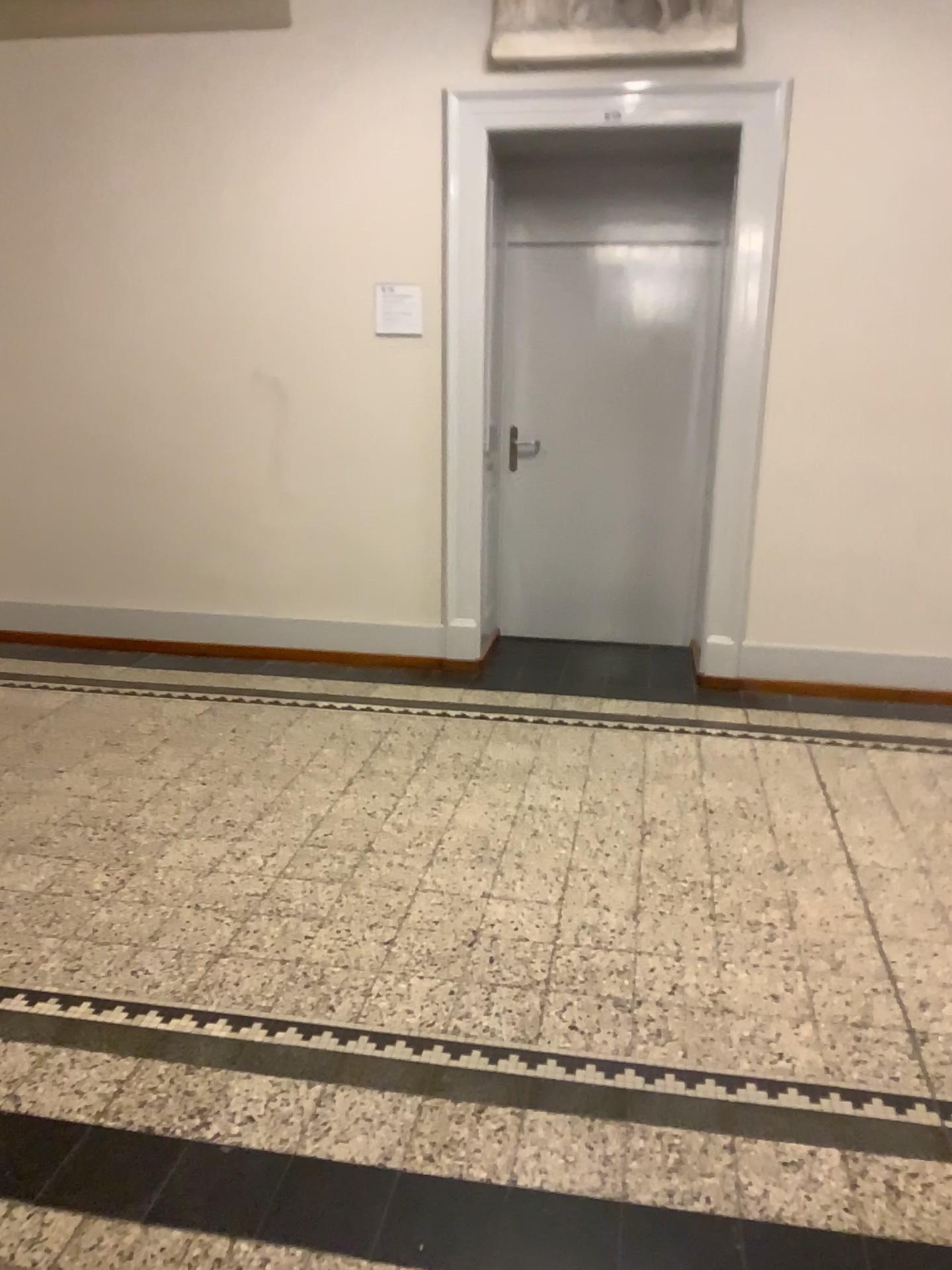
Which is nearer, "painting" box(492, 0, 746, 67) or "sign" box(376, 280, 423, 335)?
"painting" box(492, 0, 746, 67)

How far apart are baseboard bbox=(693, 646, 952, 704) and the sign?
2.1m

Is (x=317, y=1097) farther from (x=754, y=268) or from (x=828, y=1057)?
(x=754, y=268)

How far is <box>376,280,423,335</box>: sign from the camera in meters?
4.6

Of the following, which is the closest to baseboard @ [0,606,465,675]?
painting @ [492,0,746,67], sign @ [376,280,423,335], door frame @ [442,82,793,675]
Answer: door frame @ [442,82,793,675]

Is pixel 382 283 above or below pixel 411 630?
above

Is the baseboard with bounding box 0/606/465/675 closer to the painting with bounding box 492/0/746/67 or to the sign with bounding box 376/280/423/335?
the sign with bounding box 376/280/423/335

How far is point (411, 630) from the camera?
5.0 meters

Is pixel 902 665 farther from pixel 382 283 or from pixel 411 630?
pixel 382 283

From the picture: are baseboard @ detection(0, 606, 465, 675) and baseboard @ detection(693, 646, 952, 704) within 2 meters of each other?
yes
